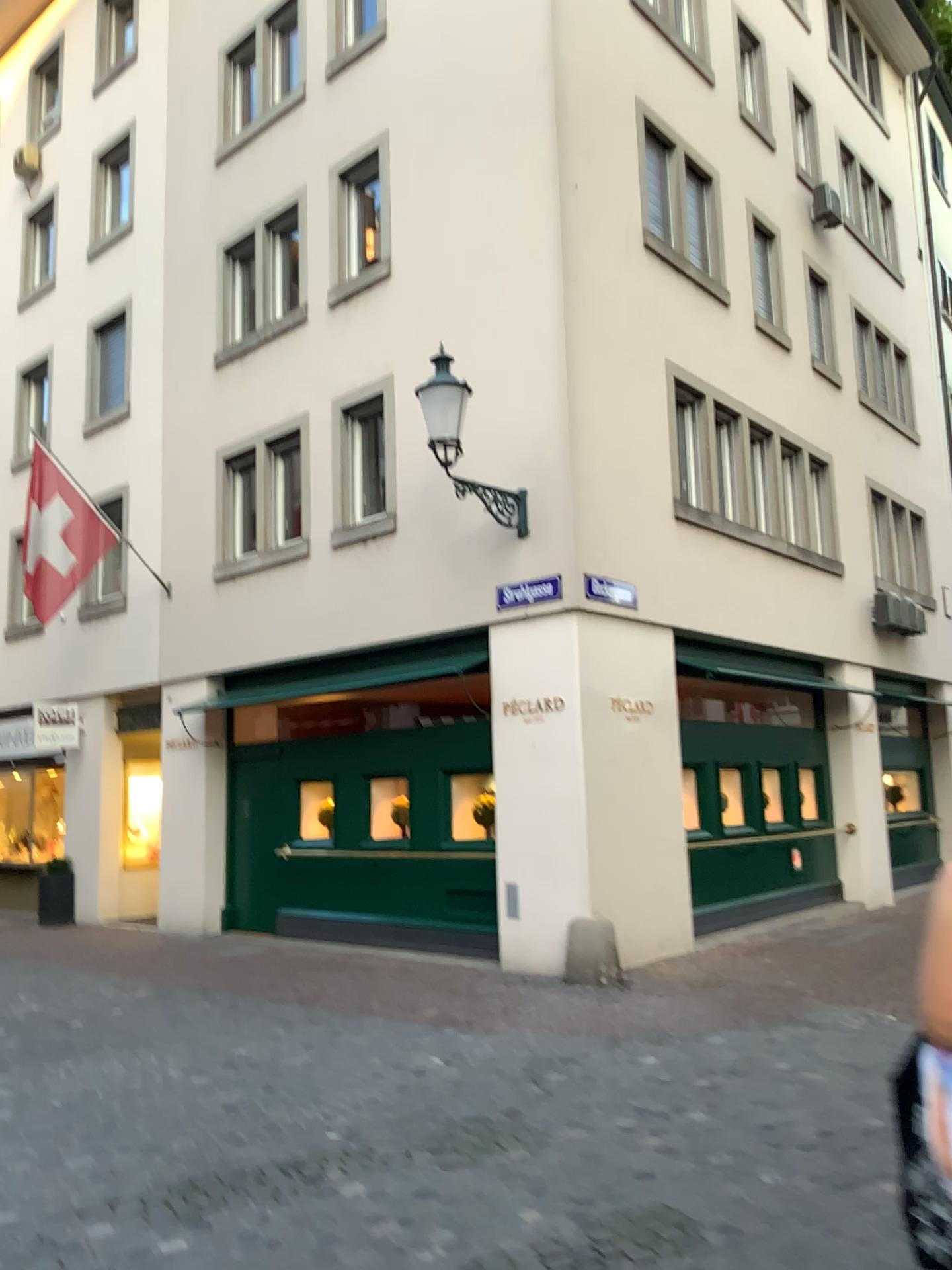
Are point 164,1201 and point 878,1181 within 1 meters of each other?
no
